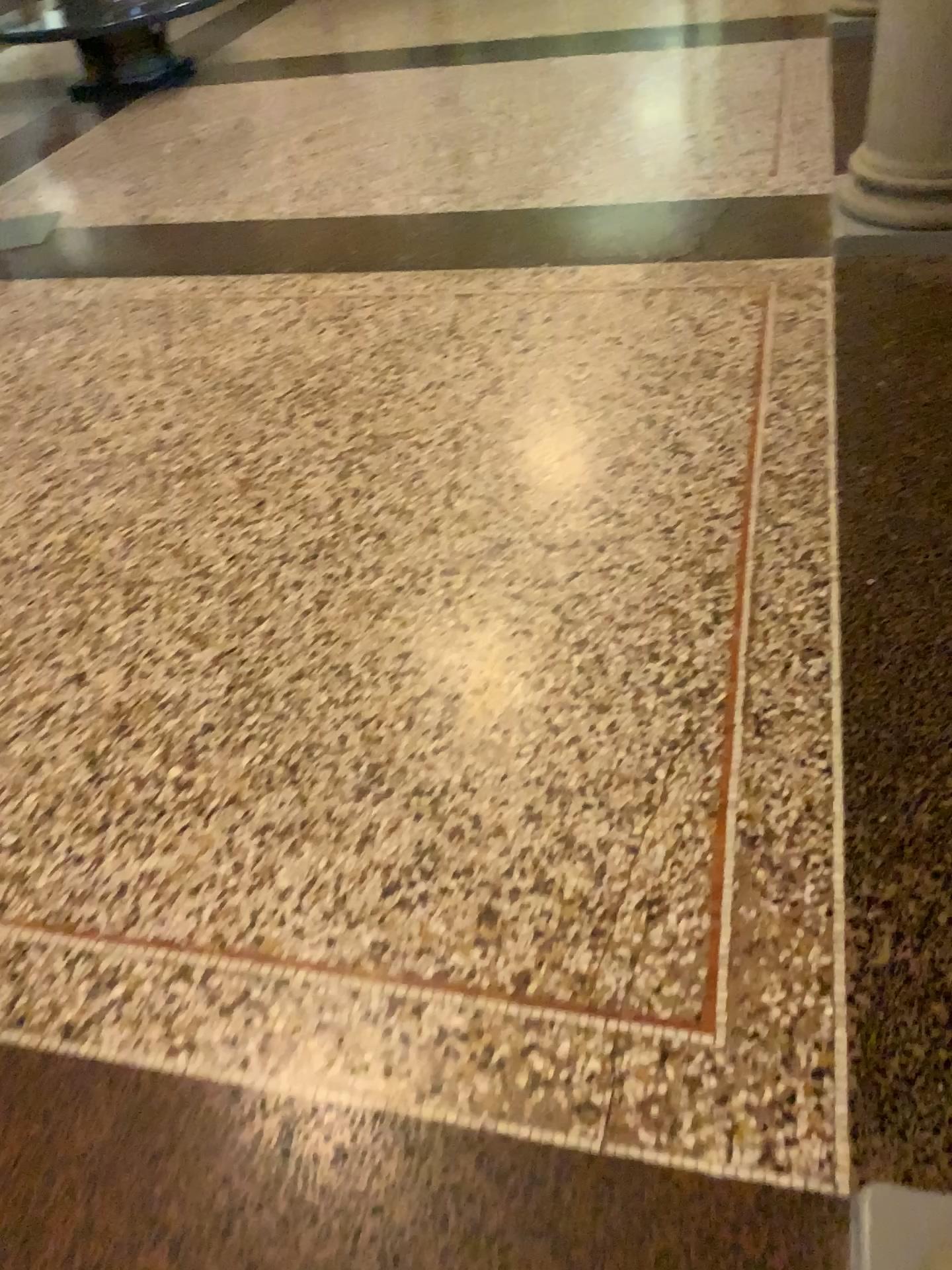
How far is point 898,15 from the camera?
2.9m

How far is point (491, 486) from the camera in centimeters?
250cm

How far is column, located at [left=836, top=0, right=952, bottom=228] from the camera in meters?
2.9 m
